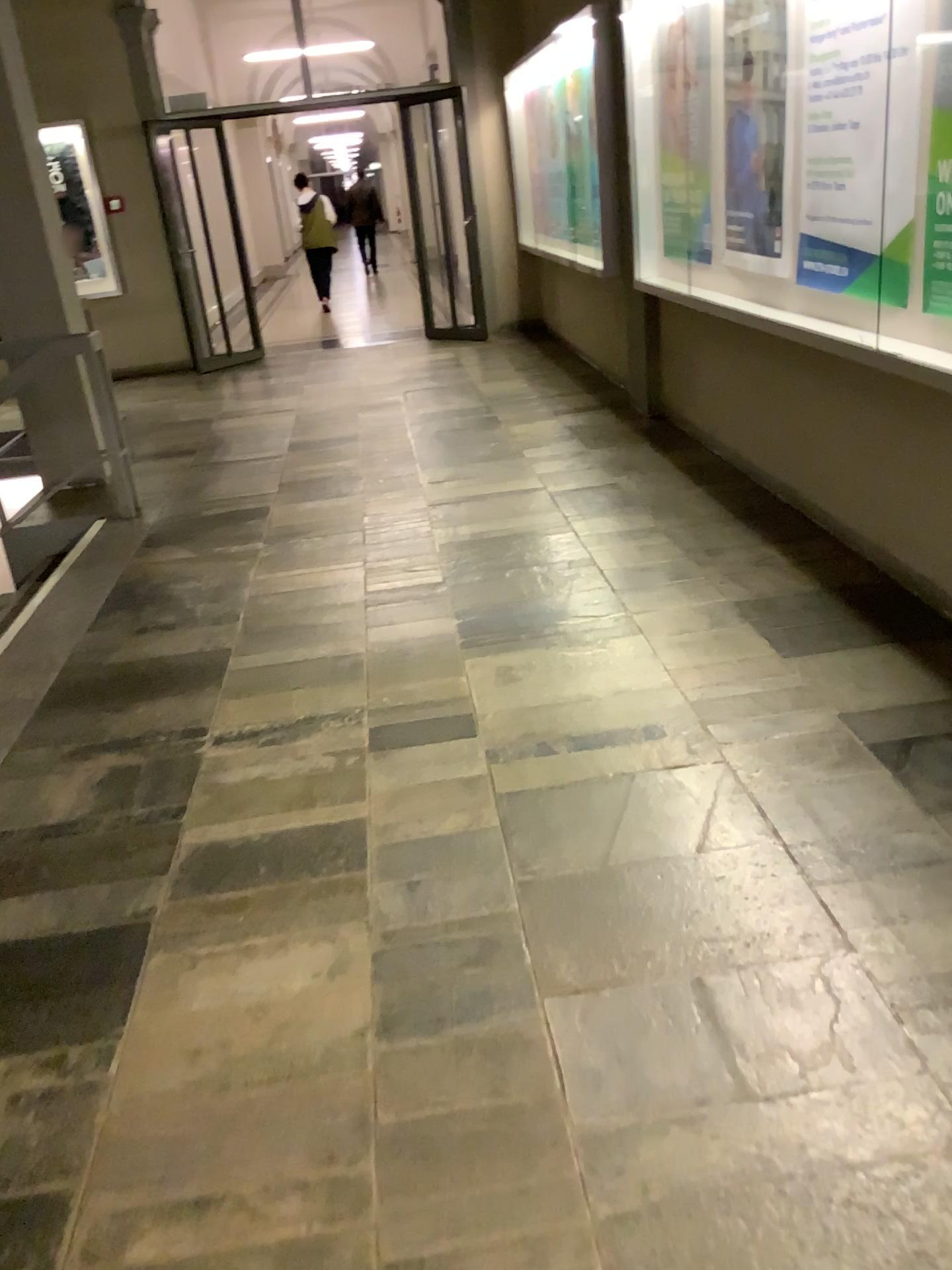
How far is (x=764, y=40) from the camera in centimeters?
408cm

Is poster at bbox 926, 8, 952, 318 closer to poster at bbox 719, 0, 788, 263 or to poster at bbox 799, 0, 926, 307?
poster at bbox 799, 0, 926, 307

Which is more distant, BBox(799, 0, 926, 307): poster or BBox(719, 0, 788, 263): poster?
BBox(719, 0, 788, 263): poster

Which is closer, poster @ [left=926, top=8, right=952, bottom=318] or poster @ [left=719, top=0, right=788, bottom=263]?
poster @ [left=926, top=8, right=952, bottom=318]

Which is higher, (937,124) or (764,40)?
(764,40)

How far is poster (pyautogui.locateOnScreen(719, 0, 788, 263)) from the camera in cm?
408

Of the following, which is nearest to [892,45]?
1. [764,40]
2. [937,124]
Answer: [937,124]

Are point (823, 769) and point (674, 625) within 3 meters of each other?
yes

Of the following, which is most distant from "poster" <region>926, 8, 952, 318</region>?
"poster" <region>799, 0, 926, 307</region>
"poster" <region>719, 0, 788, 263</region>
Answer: "poster" <region>719, 0, 788, 263</region>
